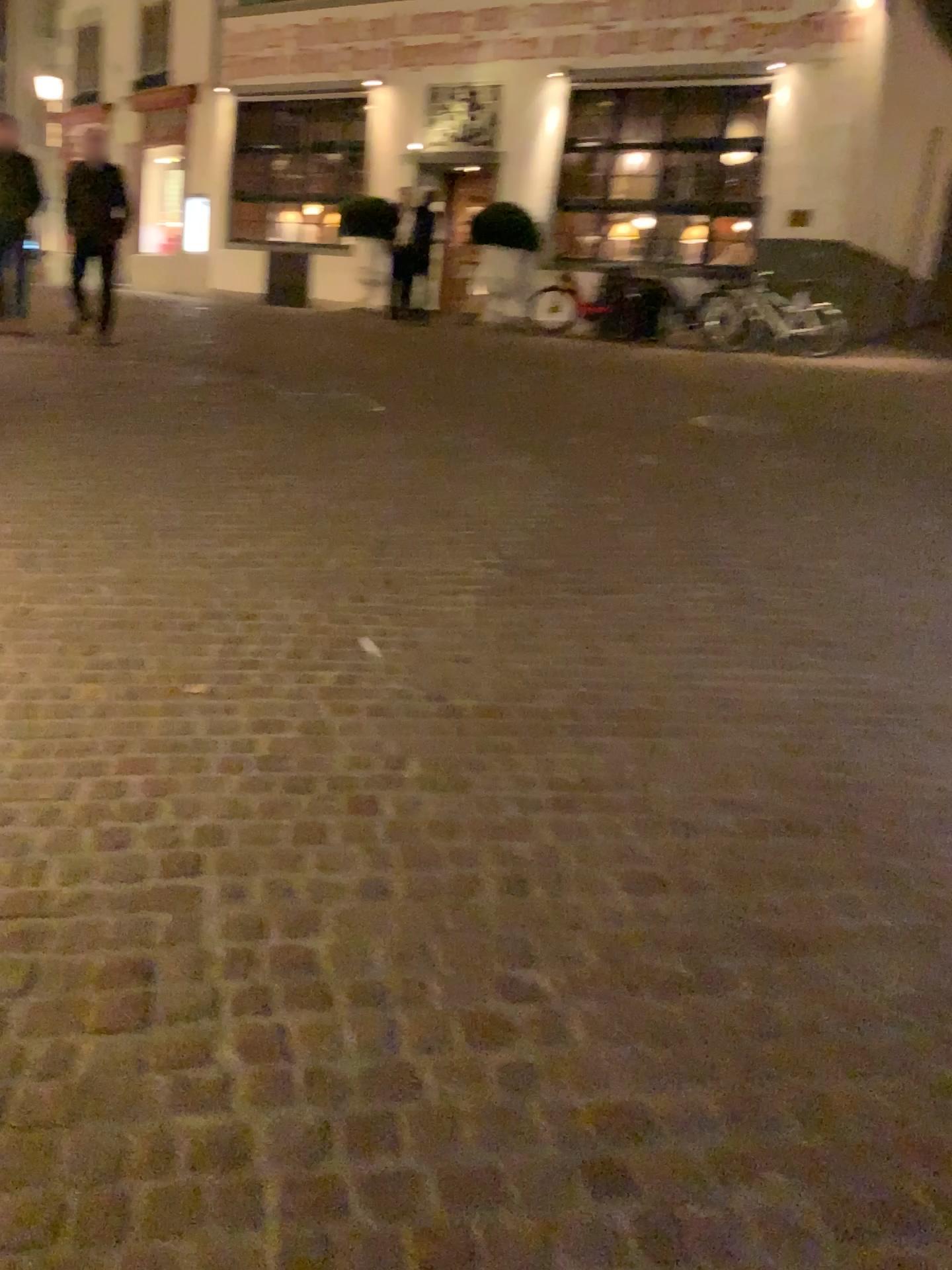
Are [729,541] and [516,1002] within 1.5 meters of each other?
no
